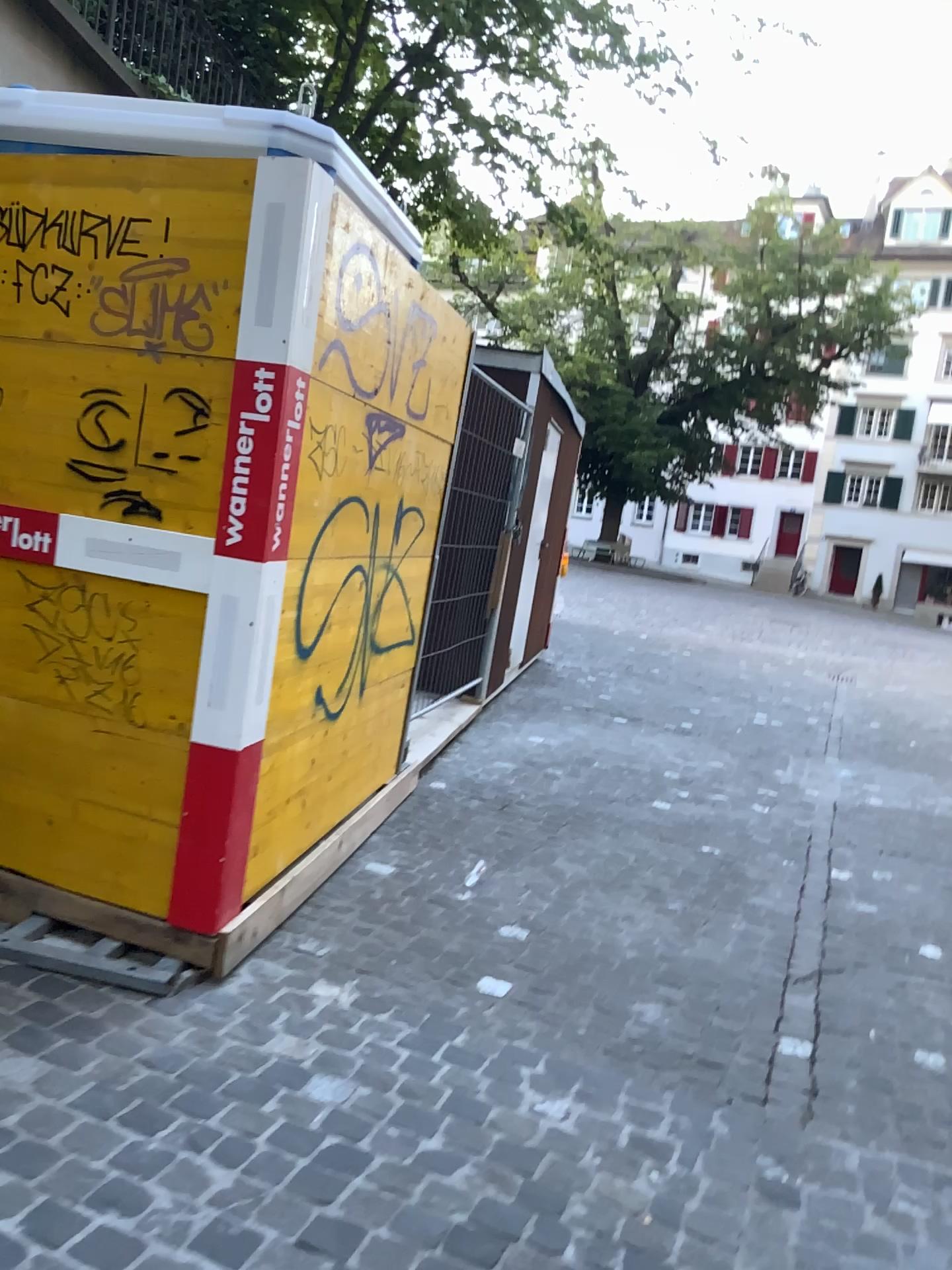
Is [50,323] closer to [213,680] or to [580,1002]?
[213,680]
